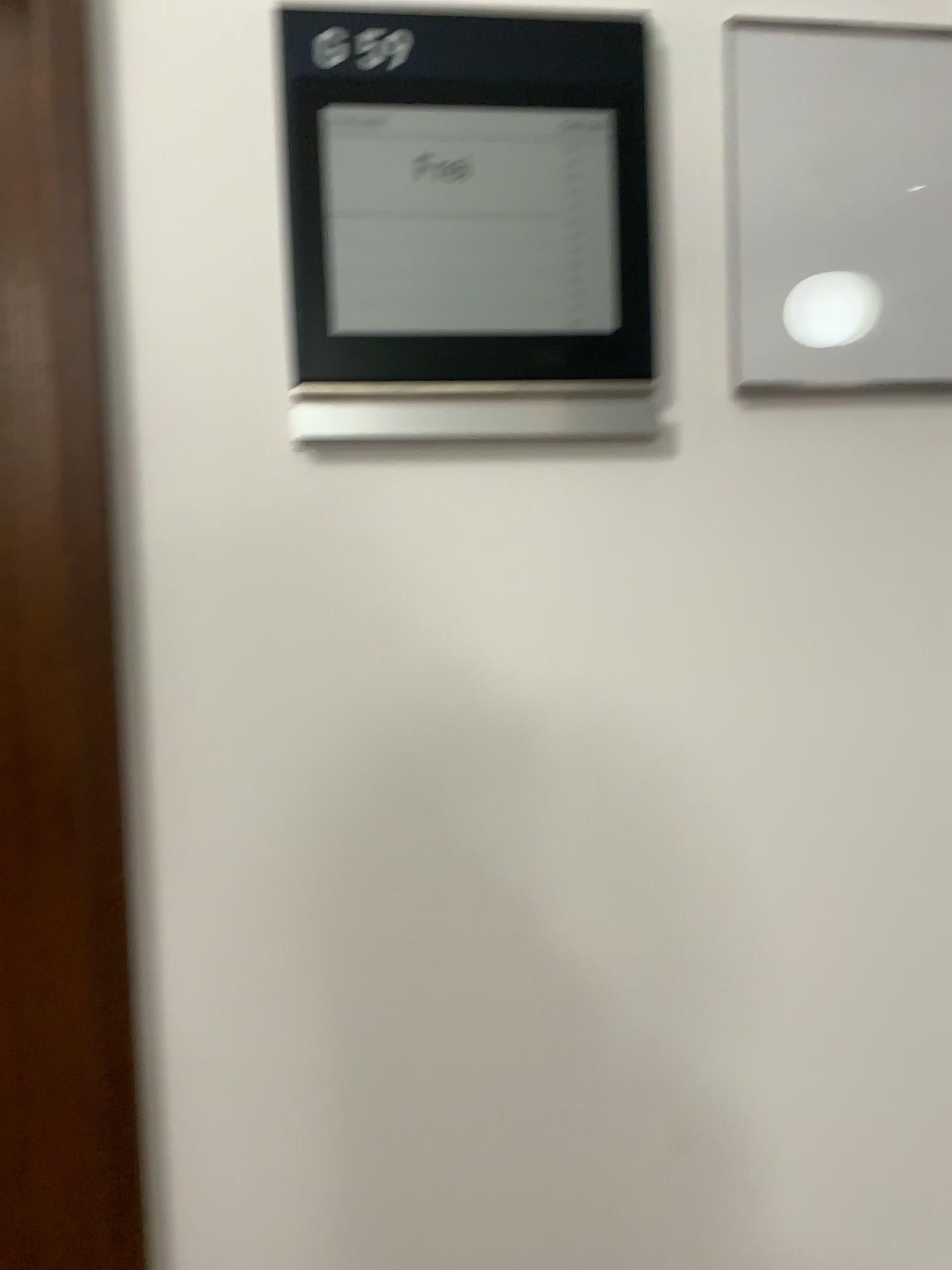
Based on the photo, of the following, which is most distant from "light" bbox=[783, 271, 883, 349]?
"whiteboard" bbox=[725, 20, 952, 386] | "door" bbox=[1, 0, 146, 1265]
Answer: "door" bbox=[1, 0, 146, 1265]

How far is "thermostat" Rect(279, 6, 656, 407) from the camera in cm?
58

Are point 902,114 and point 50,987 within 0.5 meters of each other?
no

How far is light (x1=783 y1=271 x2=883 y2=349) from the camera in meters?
0.6

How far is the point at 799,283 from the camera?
0.6m

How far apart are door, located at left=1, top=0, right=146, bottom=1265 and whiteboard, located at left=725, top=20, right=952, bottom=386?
0.40m

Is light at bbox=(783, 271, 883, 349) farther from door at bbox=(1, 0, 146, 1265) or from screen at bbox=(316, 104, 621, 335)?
door at bbox=(1, 0, 146, 1265)

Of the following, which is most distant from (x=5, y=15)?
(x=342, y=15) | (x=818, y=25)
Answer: (x=818, y=25)

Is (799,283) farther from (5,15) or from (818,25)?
(5,15)

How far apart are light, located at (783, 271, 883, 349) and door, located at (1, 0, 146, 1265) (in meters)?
0.43
